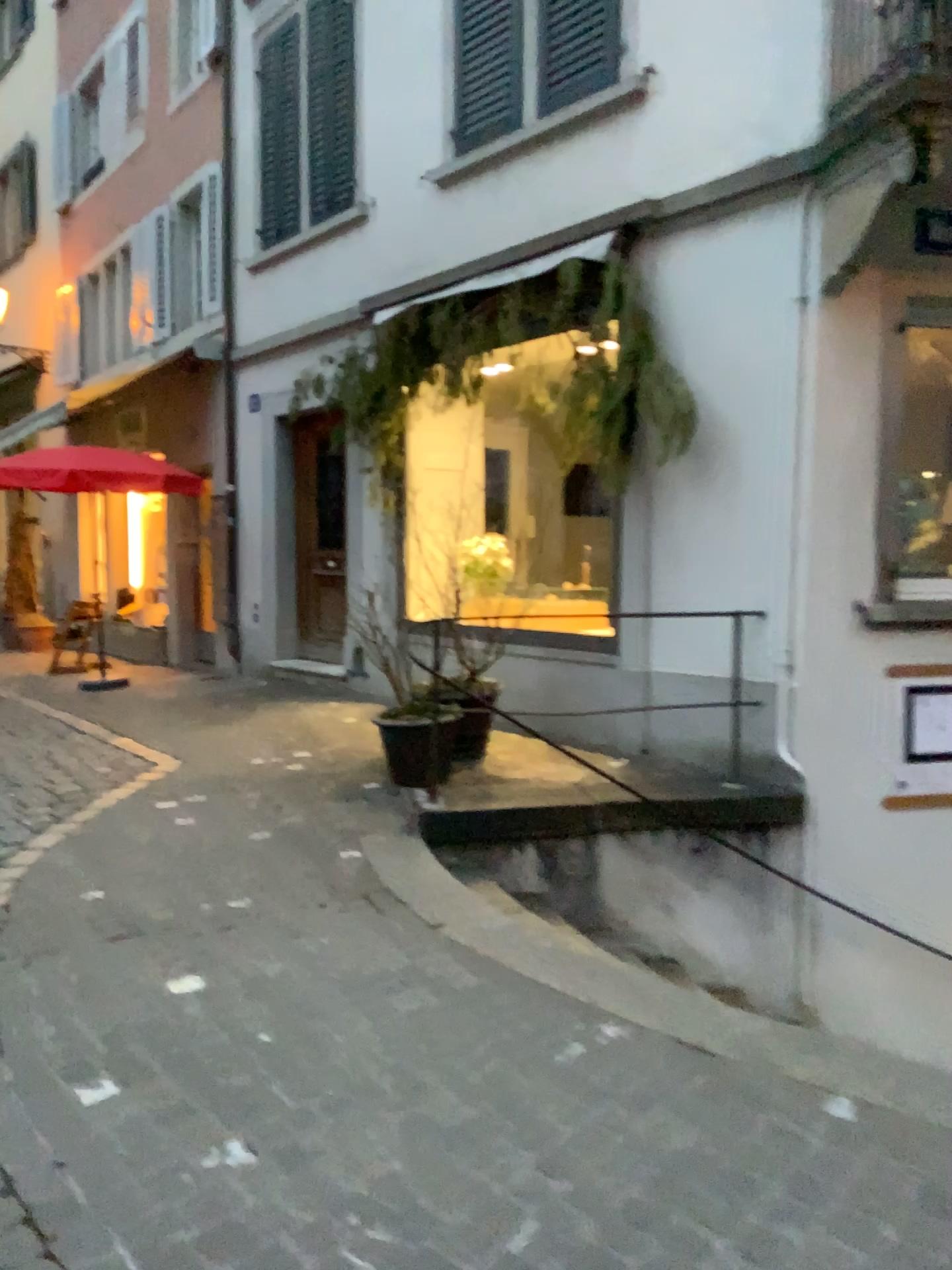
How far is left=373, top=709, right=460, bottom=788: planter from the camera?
4.97m

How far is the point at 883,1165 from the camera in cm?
220

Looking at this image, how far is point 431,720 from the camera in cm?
497
